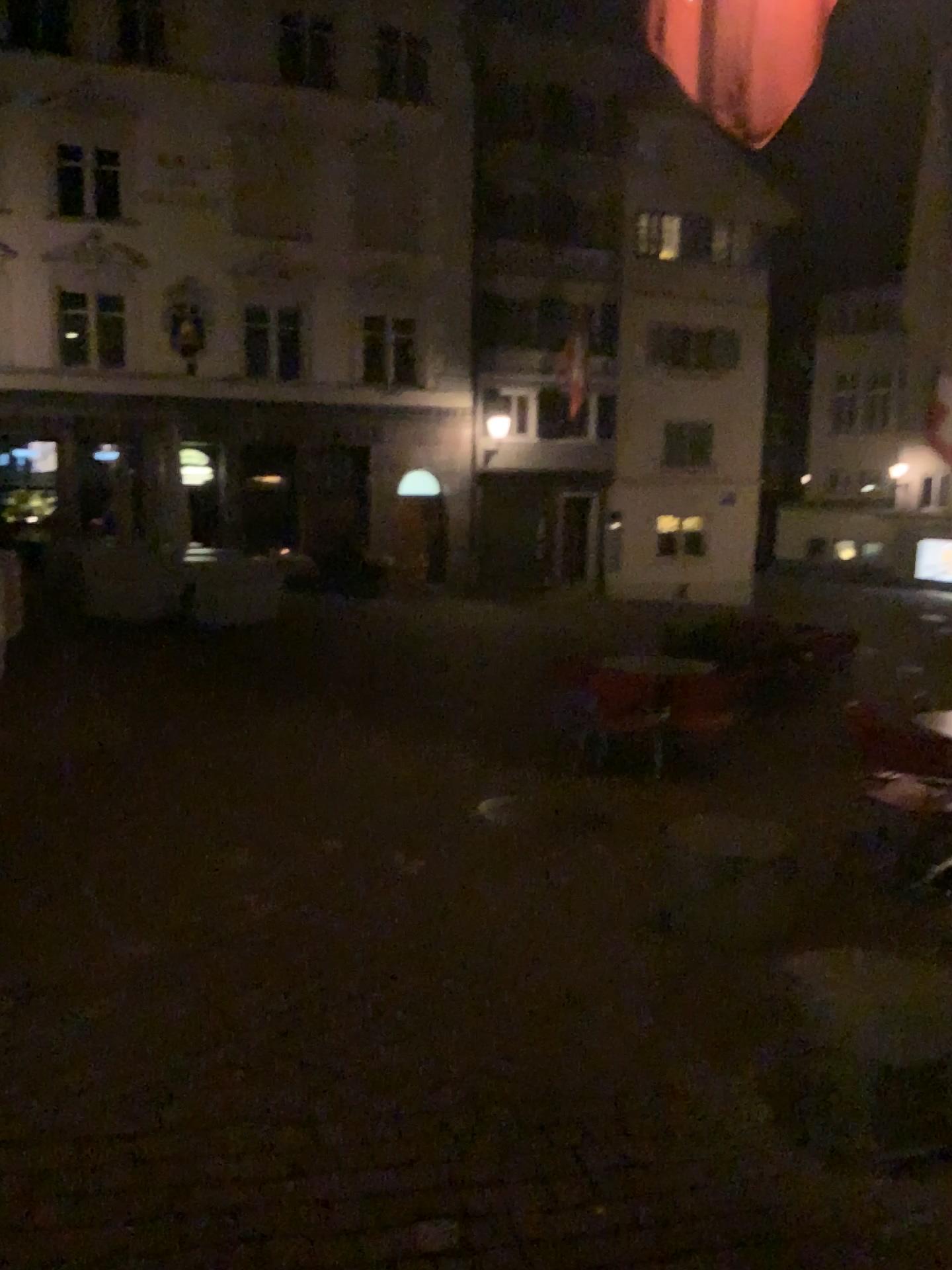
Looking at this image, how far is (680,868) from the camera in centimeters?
493cm
